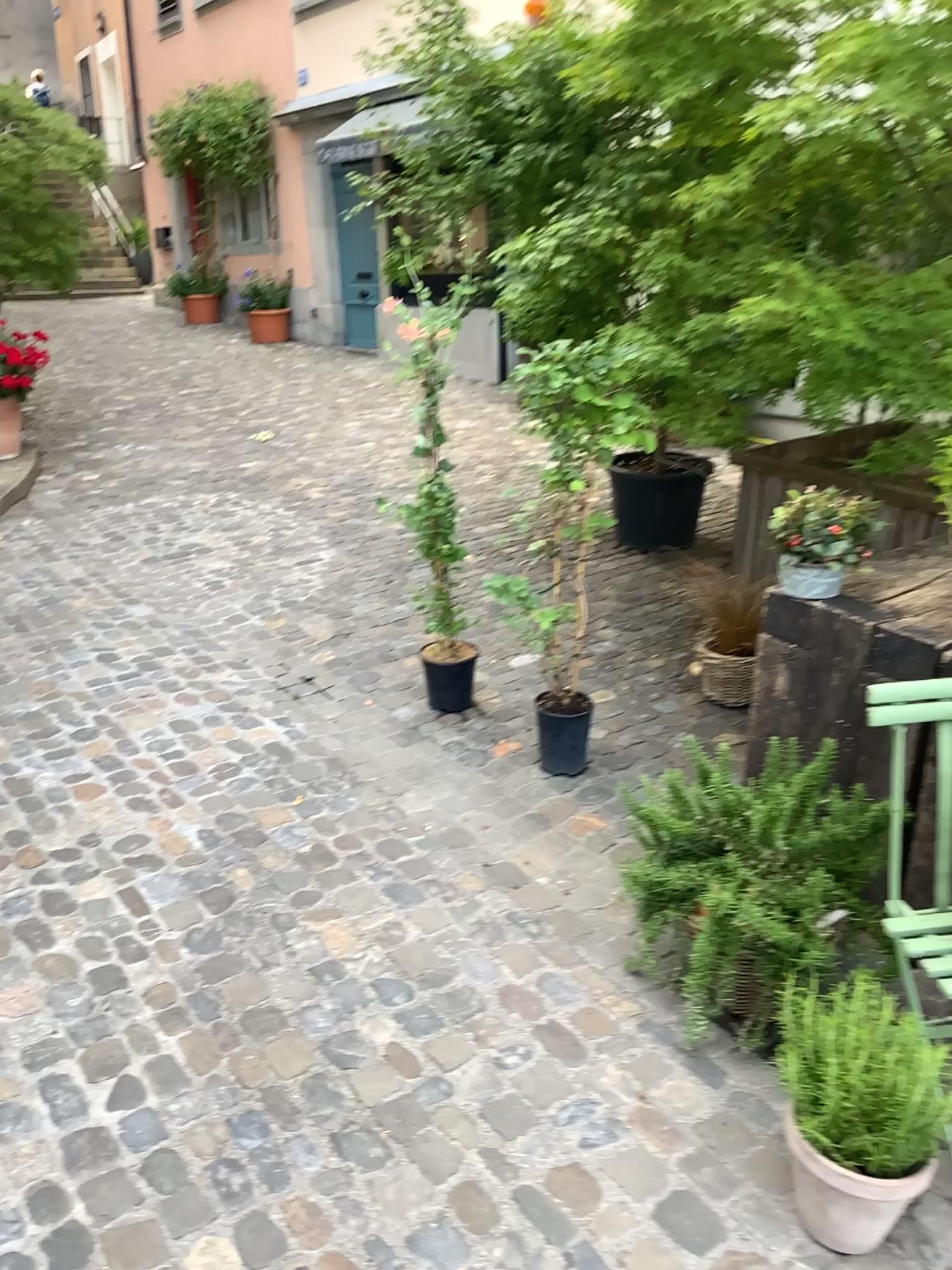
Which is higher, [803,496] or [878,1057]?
[803,496]

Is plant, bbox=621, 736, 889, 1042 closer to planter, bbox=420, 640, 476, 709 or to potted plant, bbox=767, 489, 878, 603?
potted plant, bbox=767, 489, 878, 603

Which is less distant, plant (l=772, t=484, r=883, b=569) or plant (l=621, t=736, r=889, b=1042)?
plant (l=621, t=736, r=889, b=1042)

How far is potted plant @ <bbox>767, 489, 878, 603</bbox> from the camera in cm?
241

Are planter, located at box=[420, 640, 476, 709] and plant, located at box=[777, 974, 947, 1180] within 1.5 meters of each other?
no

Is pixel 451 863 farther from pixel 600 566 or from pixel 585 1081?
pixel 600 566

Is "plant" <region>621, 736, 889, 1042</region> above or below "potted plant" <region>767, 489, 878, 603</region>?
below

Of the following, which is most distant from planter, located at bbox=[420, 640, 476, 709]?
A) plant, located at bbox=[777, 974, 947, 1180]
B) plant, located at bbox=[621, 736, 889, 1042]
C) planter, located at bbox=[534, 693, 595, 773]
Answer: plant, located at bbox=[777, 974, 947, 1180]

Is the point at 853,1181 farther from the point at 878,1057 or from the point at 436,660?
the point at 436,660

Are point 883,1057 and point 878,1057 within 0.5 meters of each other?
yes
